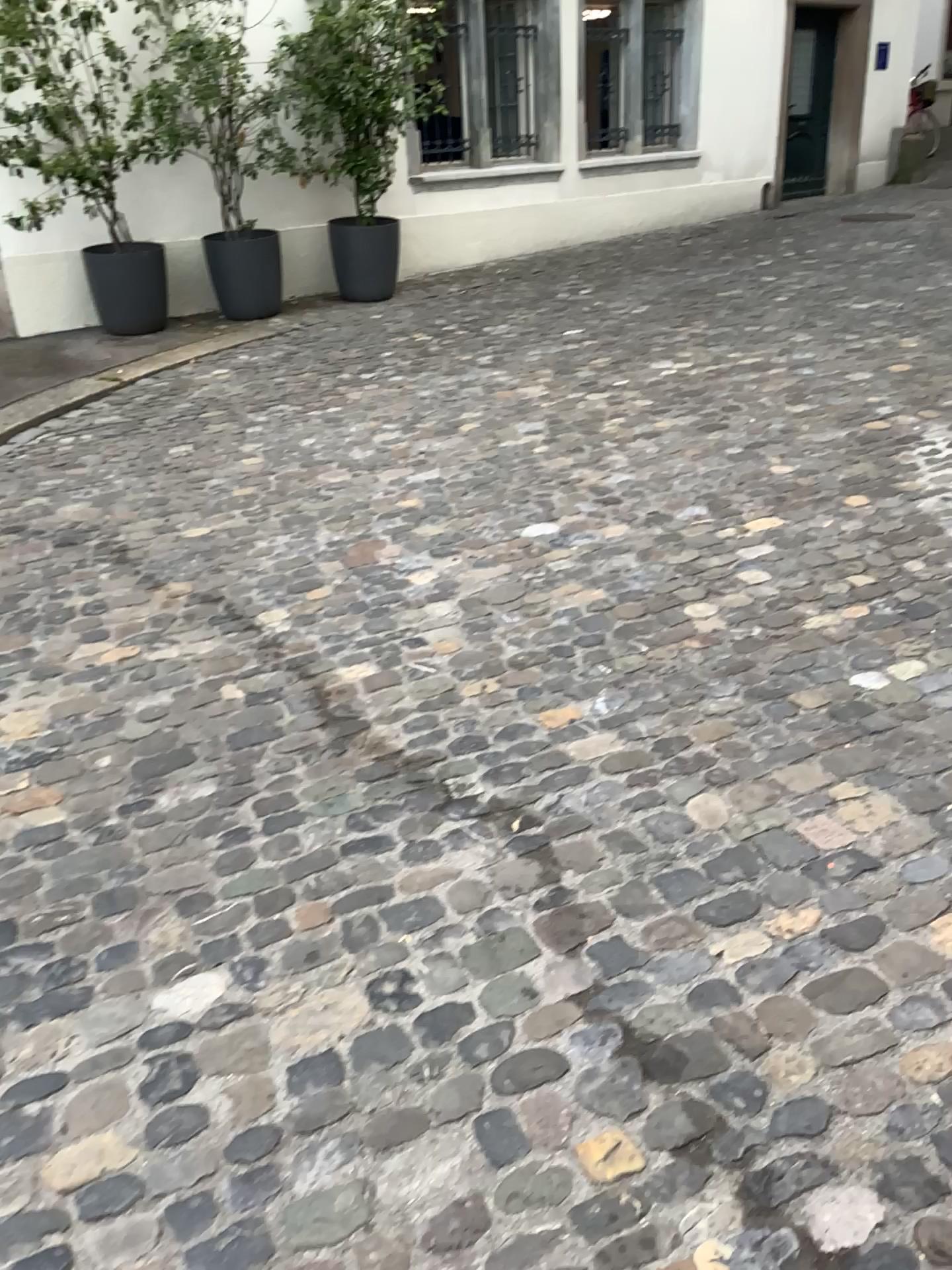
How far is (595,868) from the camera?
2.1m
